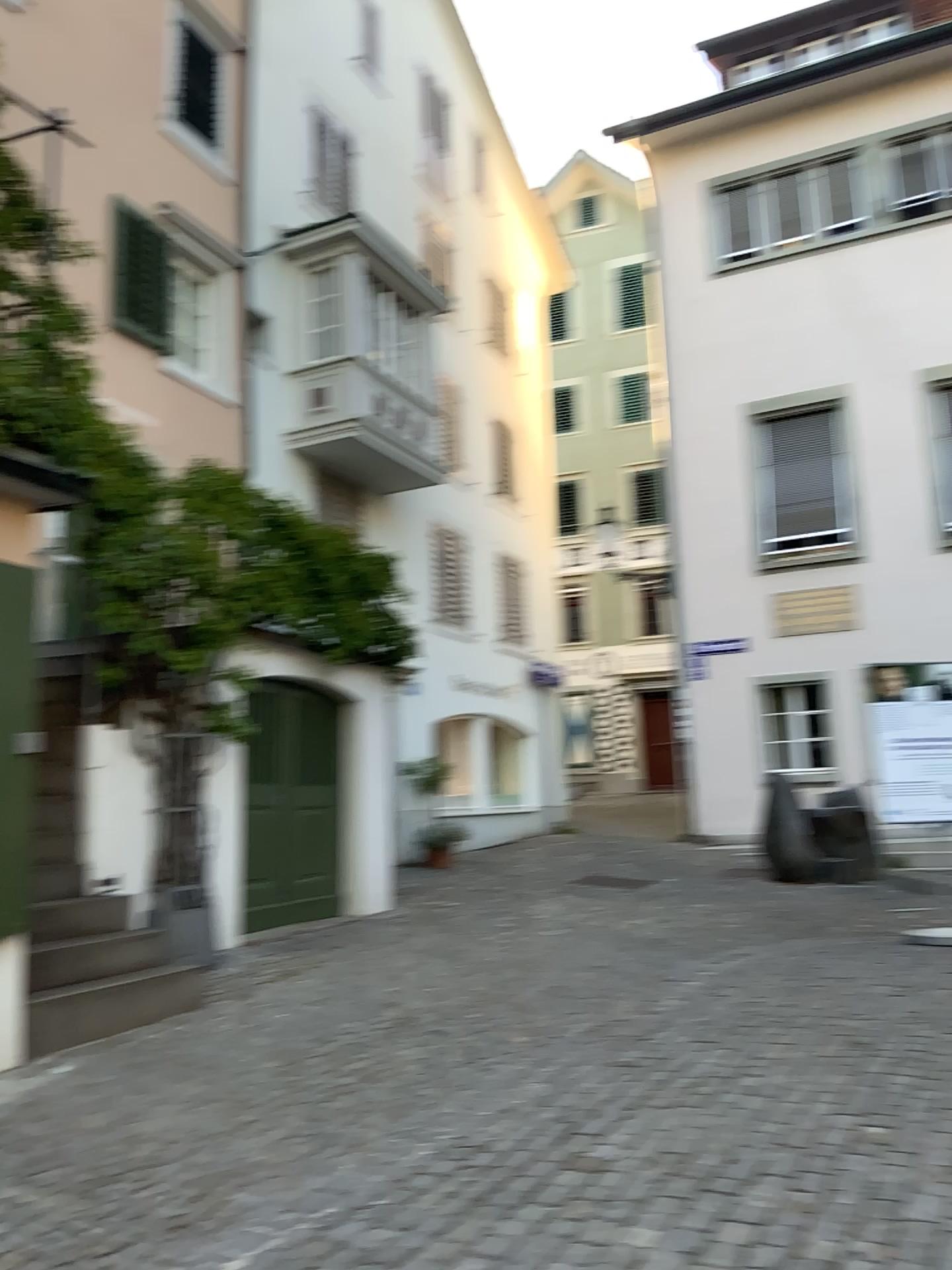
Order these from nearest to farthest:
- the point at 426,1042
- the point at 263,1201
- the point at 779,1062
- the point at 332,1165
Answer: the point at 263,1201, the point at 332,1165, the point at 779,1062, the point at 426,1042
